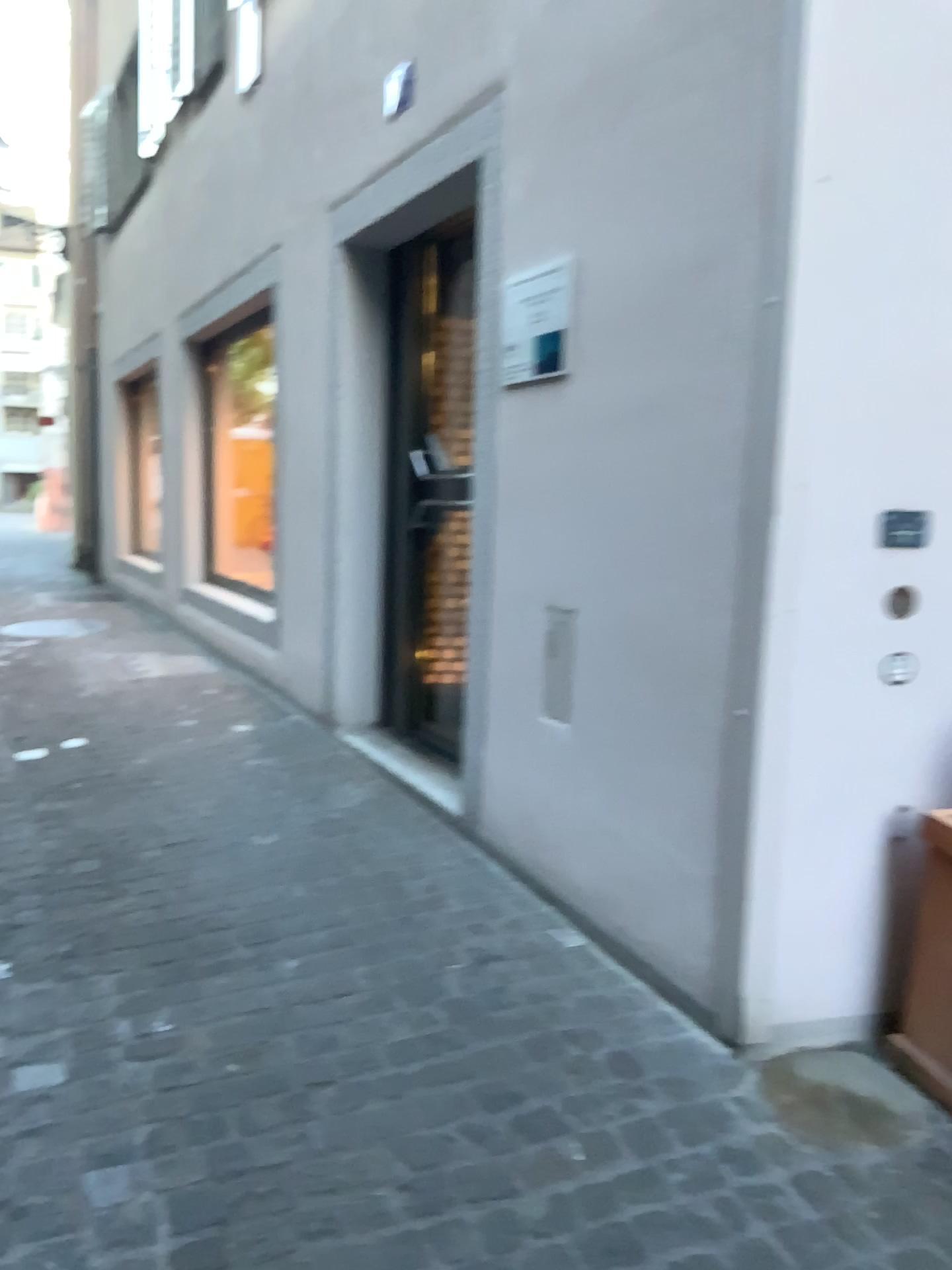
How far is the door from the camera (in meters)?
4.16

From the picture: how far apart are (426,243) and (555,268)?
1.47m

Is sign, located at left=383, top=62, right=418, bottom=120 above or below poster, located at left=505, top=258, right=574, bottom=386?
above

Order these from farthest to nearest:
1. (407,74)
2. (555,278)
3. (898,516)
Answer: (407,74) < (555,278) < (898,516)

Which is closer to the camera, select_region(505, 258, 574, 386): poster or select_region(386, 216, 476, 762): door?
select_region(505, 258, 574, 386): poster

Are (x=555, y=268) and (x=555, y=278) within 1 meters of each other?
yes

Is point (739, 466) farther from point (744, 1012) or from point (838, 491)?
point (744, 1012)

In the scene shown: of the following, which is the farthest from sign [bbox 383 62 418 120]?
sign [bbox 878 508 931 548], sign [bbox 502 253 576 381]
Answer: sign [bbox 878 508 931 548]

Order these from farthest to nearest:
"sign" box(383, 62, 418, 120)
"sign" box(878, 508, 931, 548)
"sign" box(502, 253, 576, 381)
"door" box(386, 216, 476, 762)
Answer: "door" box(386, 216, 476, 762), "sign" box(383, 62, 418, 120), "sign" box(502, 253, 576, 381), "sign" box(878, 508, 931, 548)

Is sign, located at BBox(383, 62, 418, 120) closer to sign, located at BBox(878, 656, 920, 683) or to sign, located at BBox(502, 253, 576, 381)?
sign, located at BBox(502, 253, 576, 381)
